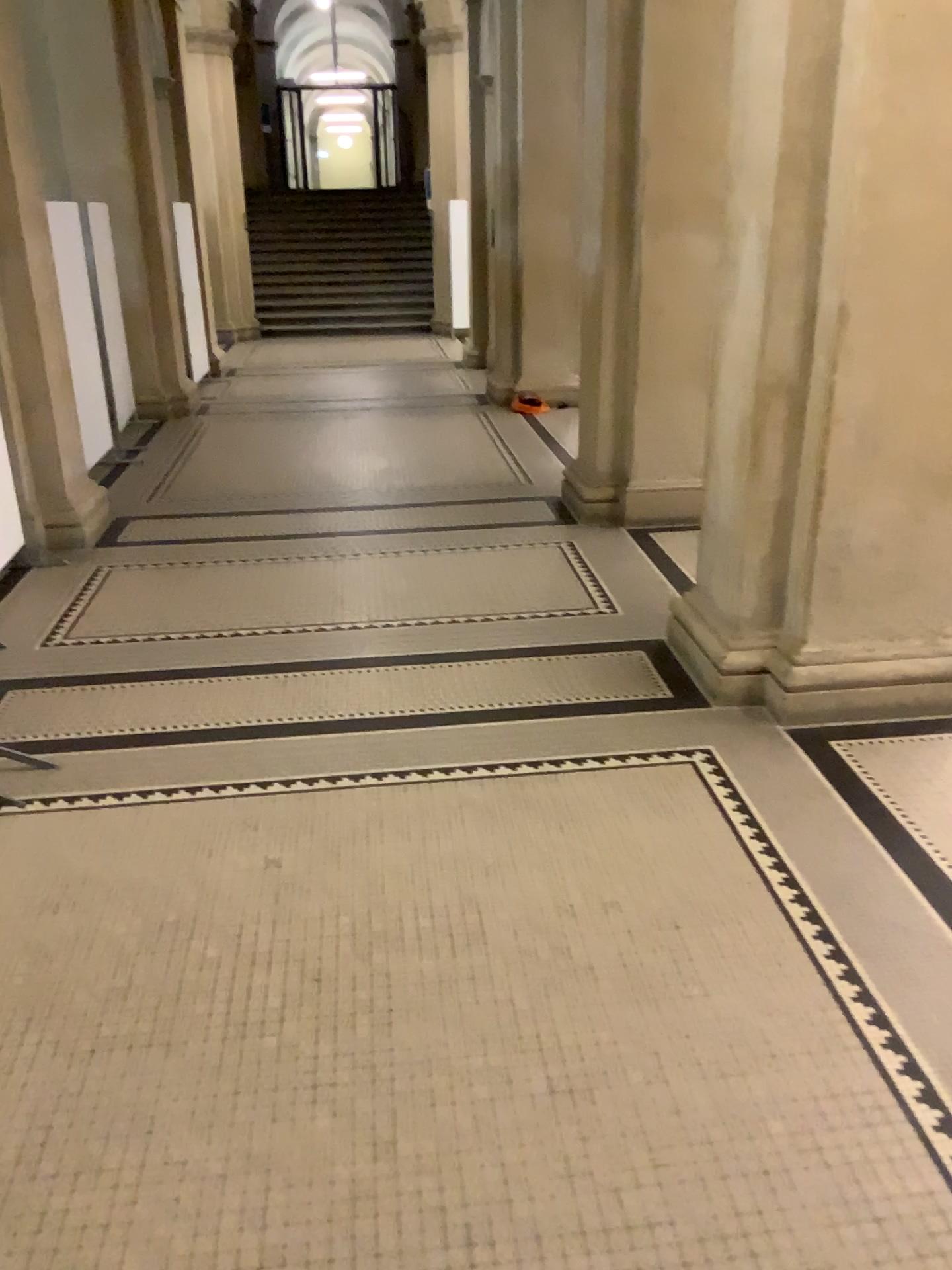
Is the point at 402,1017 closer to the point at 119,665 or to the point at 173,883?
the point at 173,883
